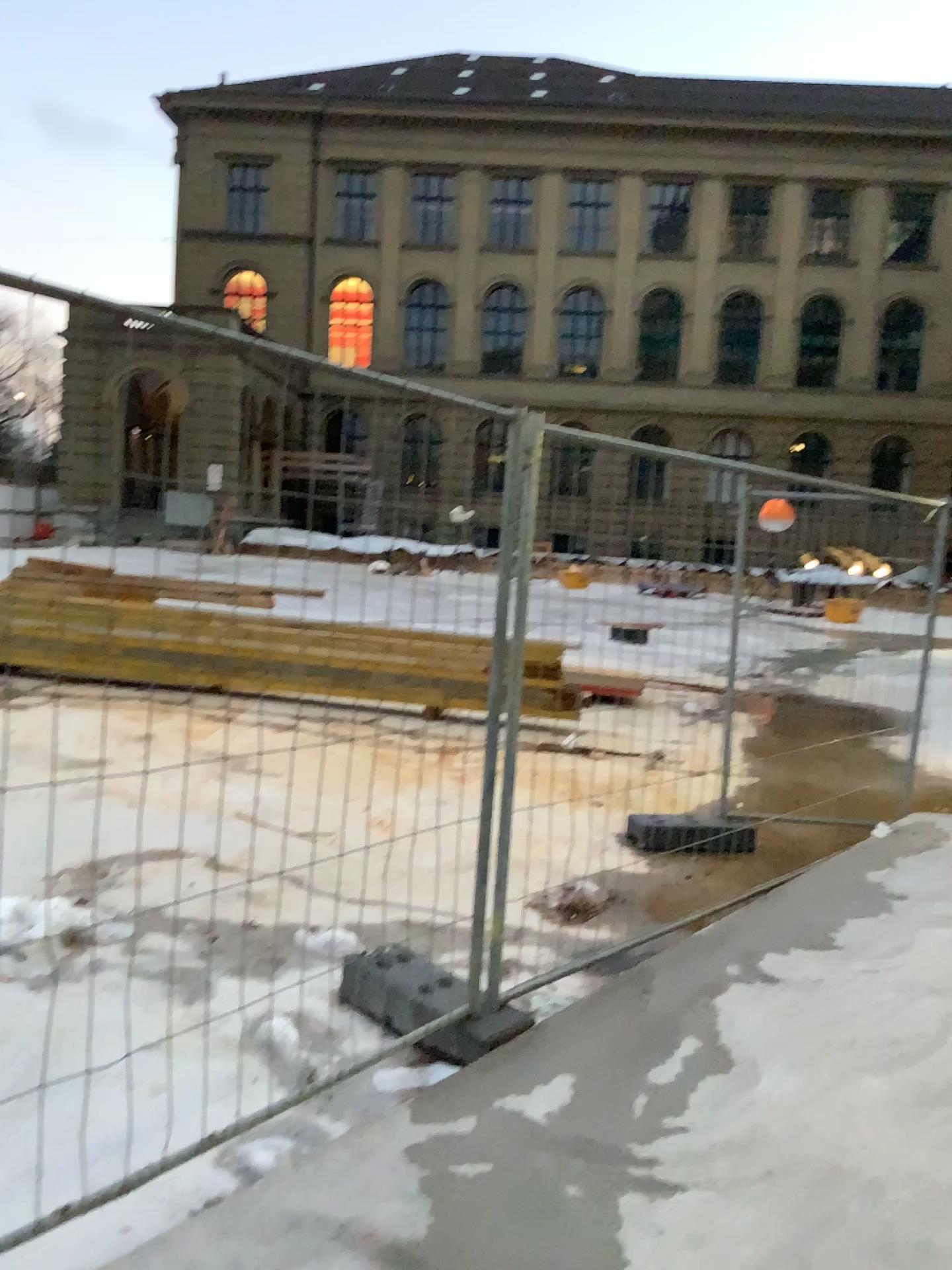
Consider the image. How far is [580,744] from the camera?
3.6m
